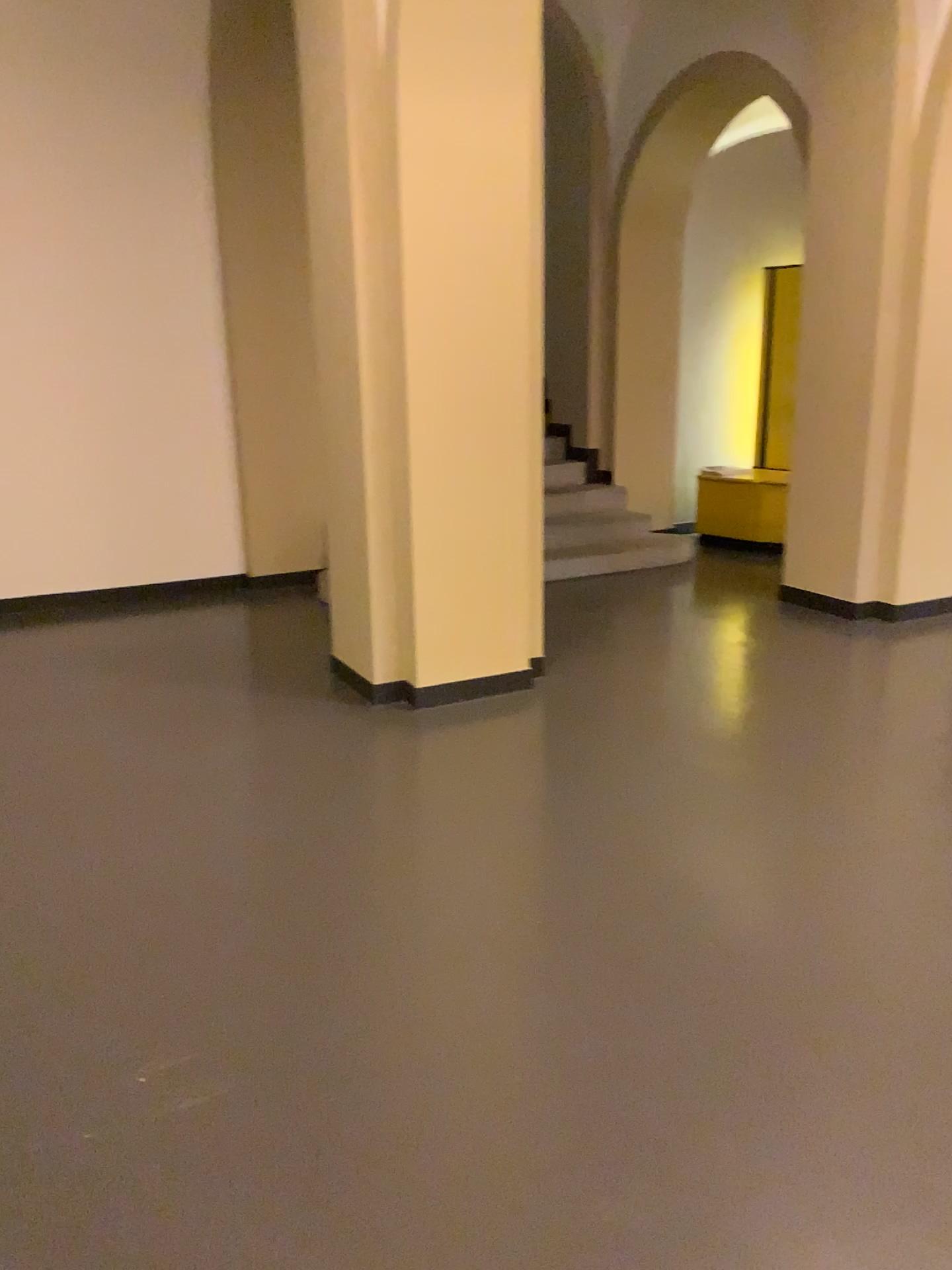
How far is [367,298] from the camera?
4.0 meters
